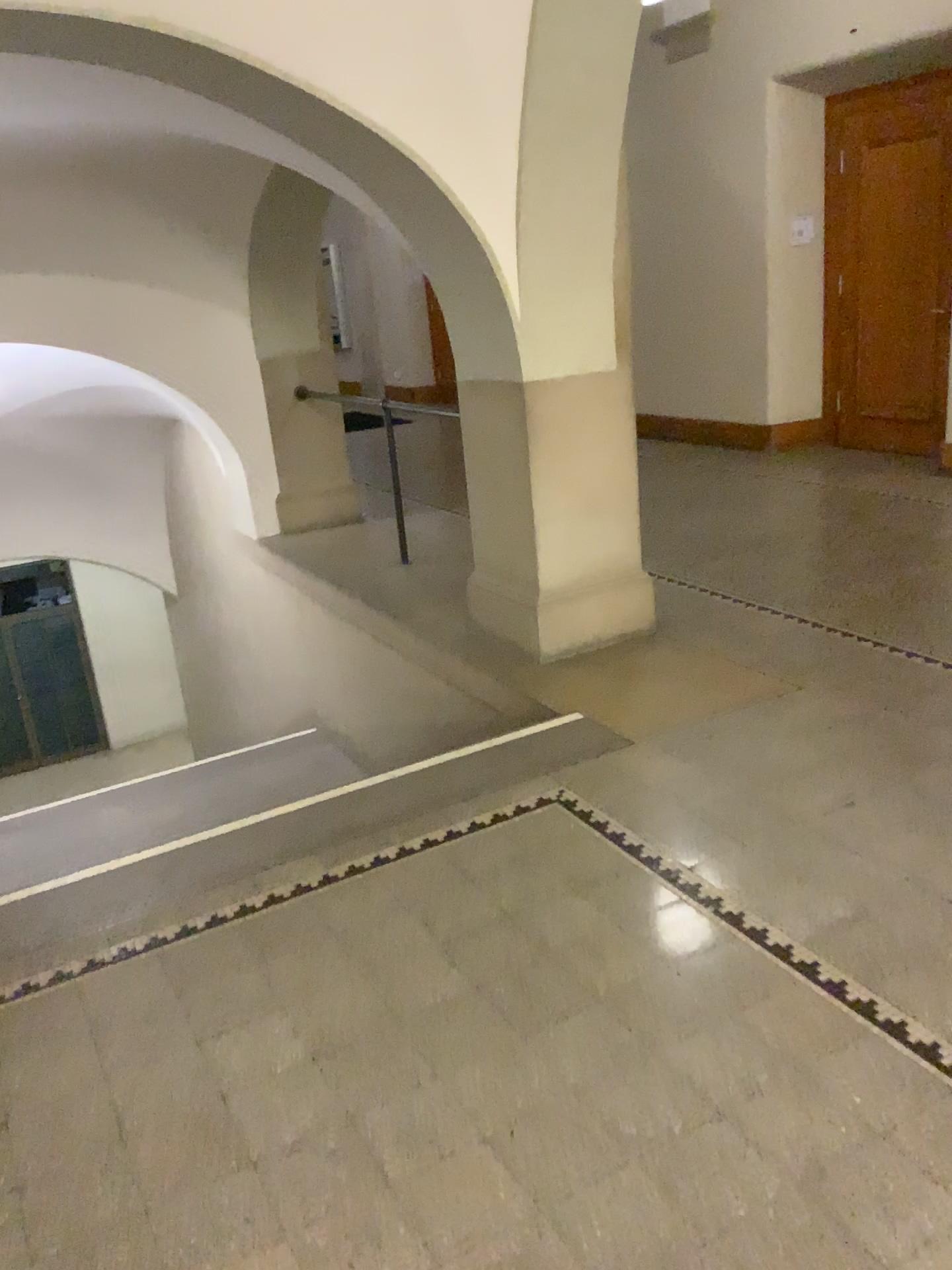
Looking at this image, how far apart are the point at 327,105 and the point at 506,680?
2.22m
